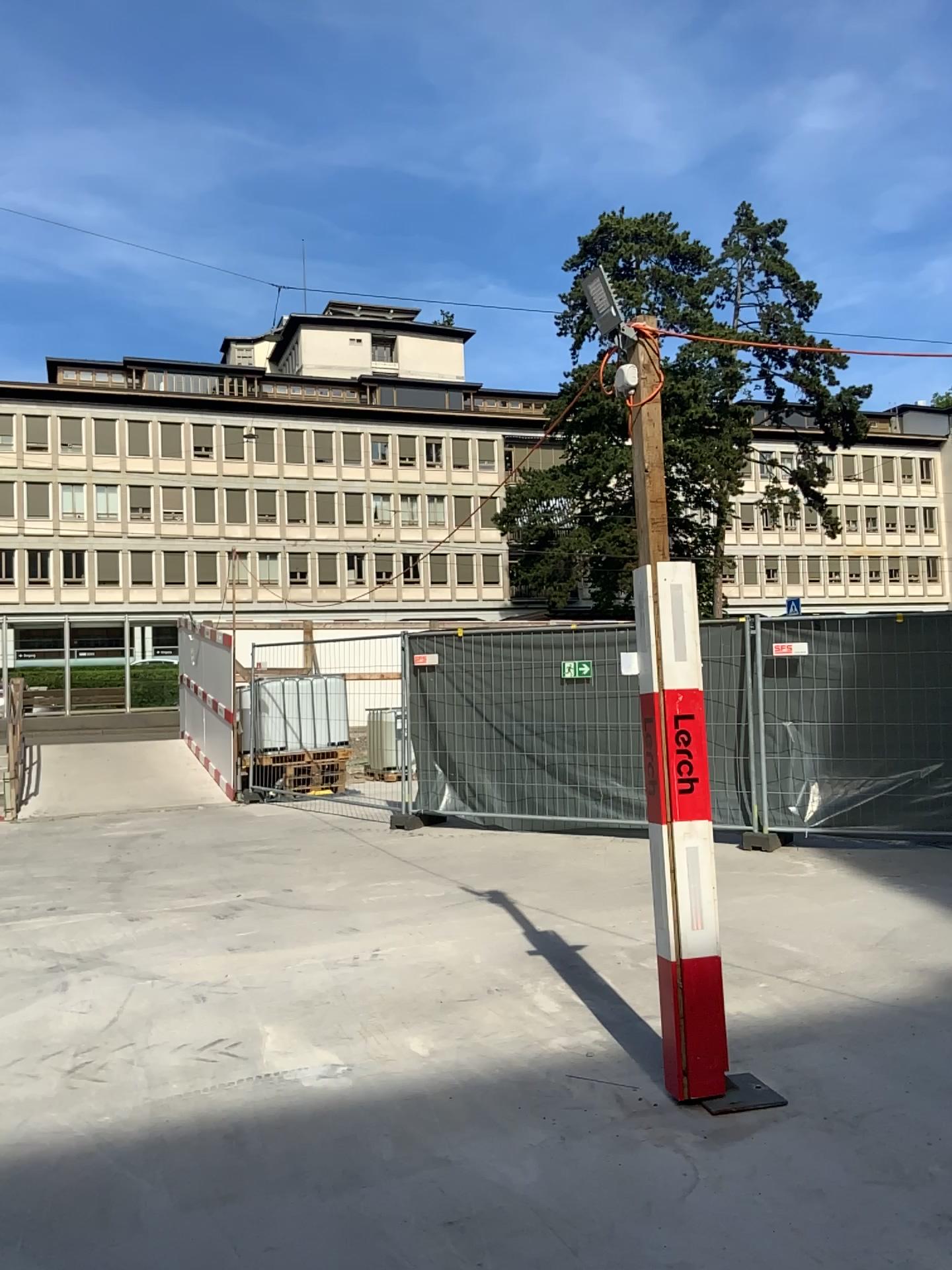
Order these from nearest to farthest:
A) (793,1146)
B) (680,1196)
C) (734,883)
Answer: (680,1196)
(793,1146)
(734,883)
